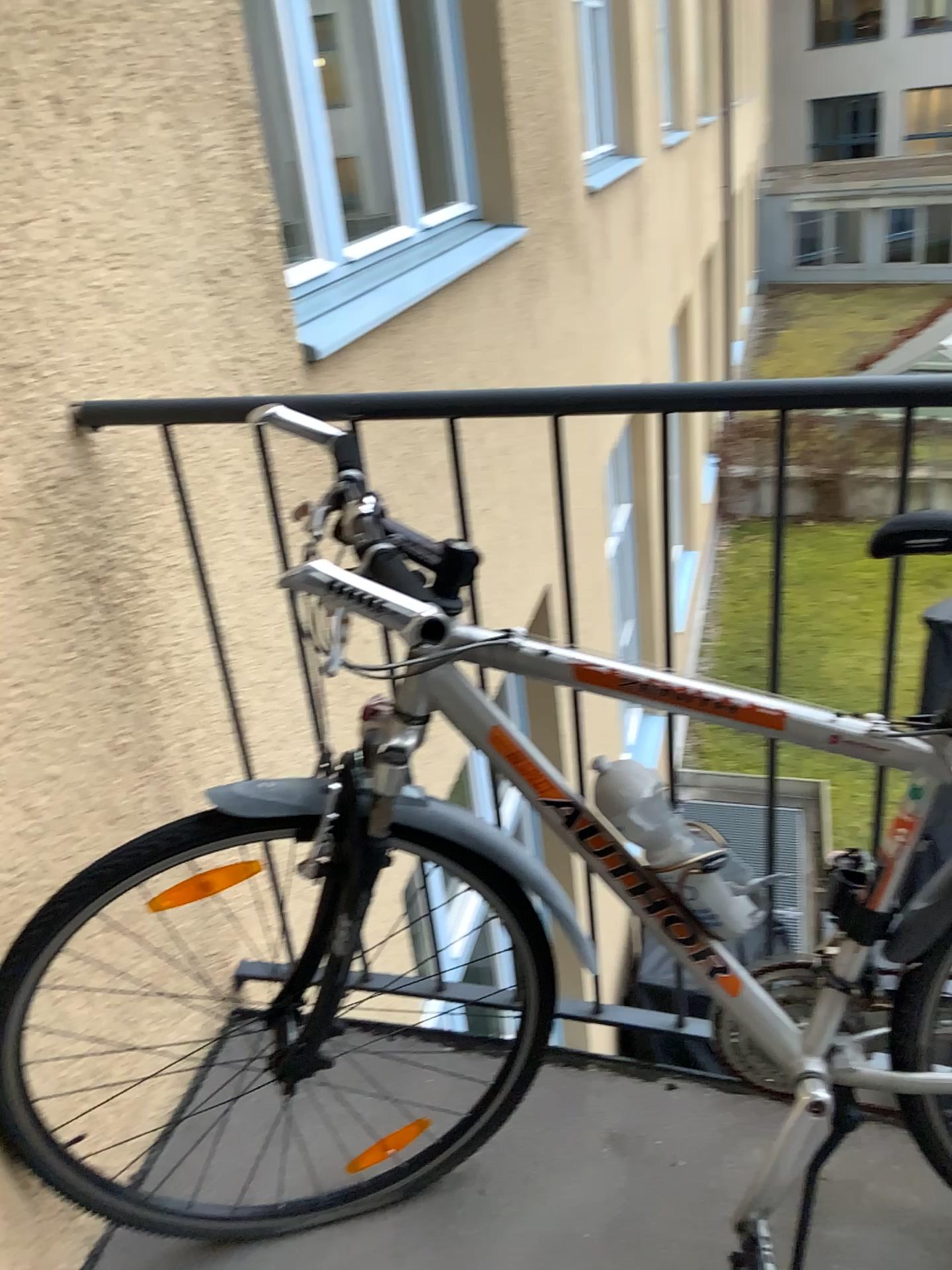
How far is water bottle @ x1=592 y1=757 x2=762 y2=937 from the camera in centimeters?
112cm

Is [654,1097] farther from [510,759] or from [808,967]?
[510,759]

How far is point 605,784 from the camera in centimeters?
112cm

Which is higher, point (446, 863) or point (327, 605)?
point (327, 605)
